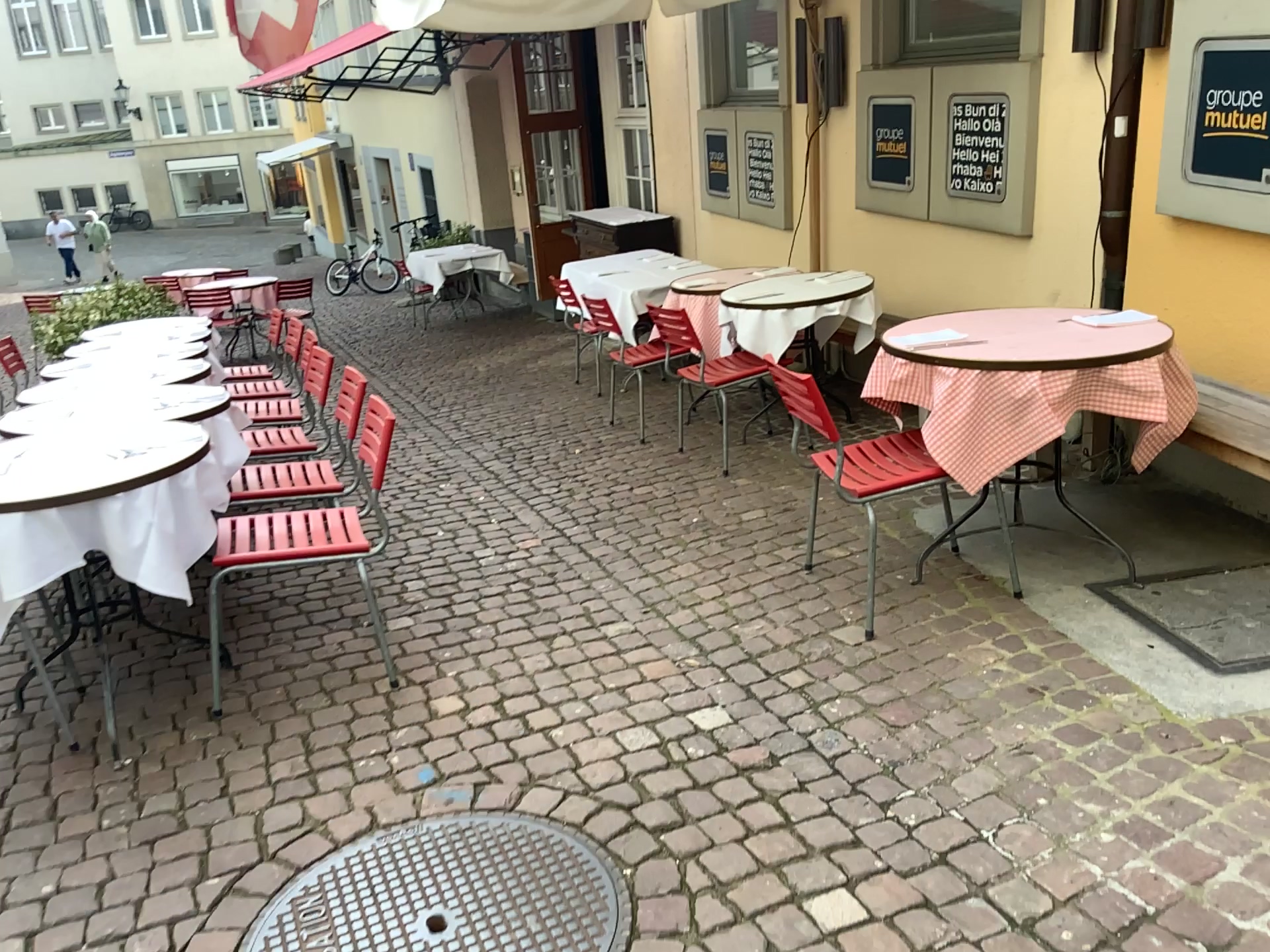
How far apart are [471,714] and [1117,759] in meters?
1.6

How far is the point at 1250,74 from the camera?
3.2 meters

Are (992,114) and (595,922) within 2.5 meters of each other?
no

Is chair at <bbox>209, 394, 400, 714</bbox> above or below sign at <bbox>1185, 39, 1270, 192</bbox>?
below

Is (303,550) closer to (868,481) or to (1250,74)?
(868,481)

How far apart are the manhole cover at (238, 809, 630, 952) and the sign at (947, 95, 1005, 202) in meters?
3.5

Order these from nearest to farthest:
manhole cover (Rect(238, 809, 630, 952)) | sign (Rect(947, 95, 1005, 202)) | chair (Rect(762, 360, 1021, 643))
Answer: manhole cover (Rect(238, 809, 630, 952)), chair (Rect(762, 360, 1021, 643)), sign (Rect(947, 95, 1005, 202))

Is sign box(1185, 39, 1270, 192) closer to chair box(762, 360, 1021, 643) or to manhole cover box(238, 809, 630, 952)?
chair box(762, 360, 1021, 643)

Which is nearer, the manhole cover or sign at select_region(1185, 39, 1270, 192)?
the manhole cover

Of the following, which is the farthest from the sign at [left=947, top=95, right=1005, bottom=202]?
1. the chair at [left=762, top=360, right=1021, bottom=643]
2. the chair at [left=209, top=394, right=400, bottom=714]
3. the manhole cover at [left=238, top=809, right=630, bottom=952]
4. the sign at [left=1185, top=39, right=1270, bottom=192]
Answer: the manhole cover at [left=238, top=809, right=630, bottom=952]
